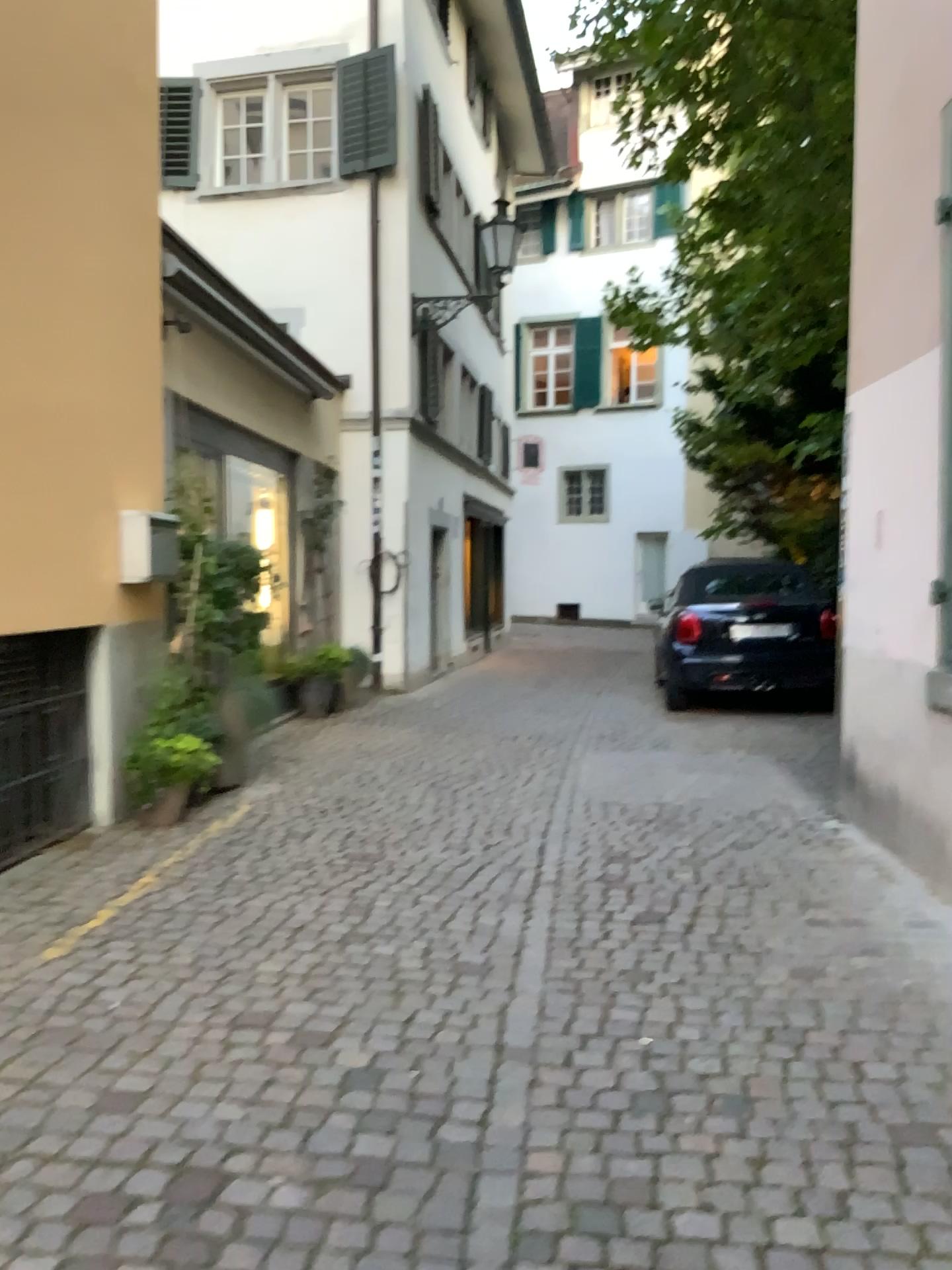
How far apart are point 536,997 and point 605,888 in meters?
1.1 m
